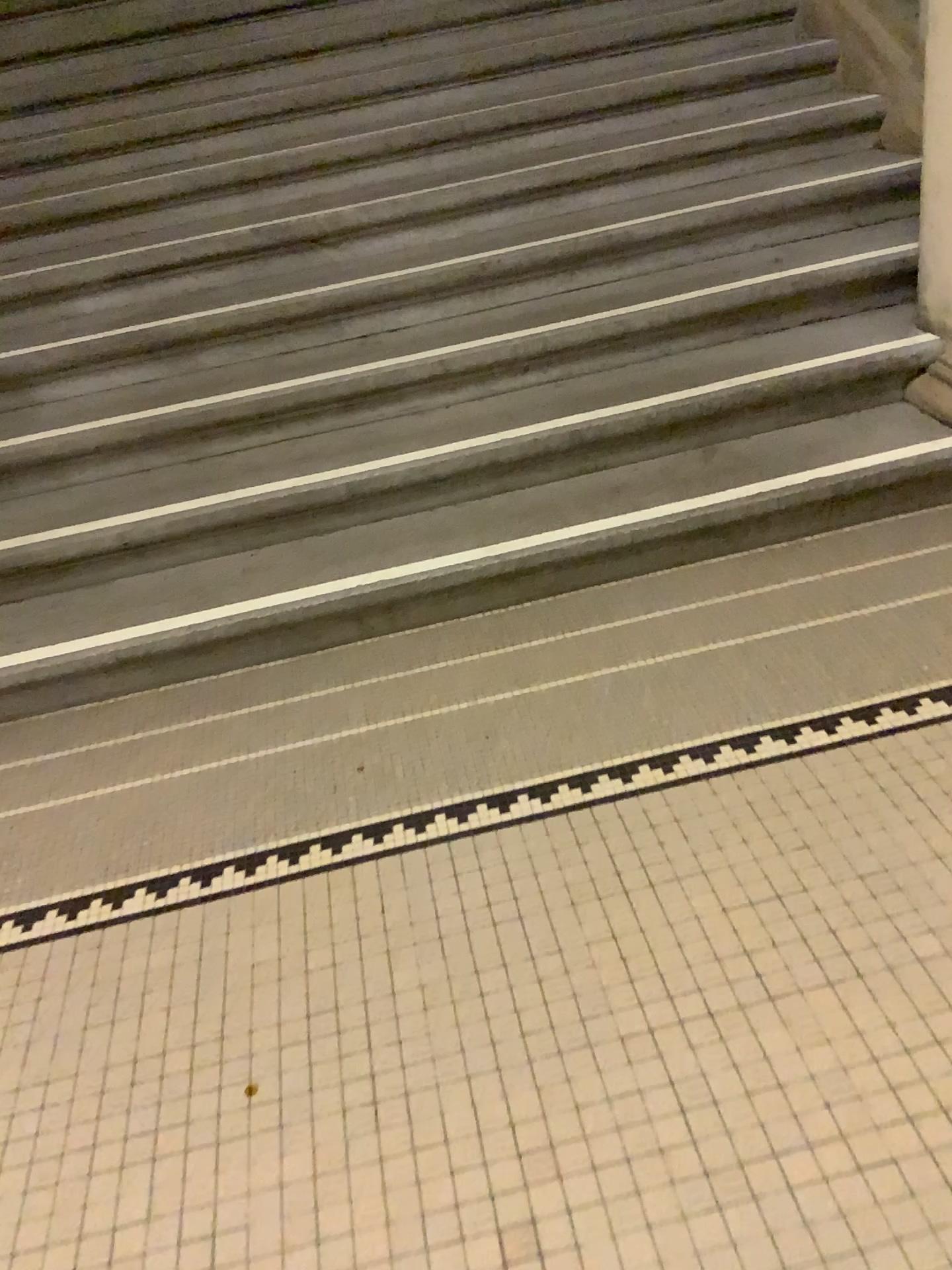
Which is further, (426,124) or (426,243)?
(426,124)
